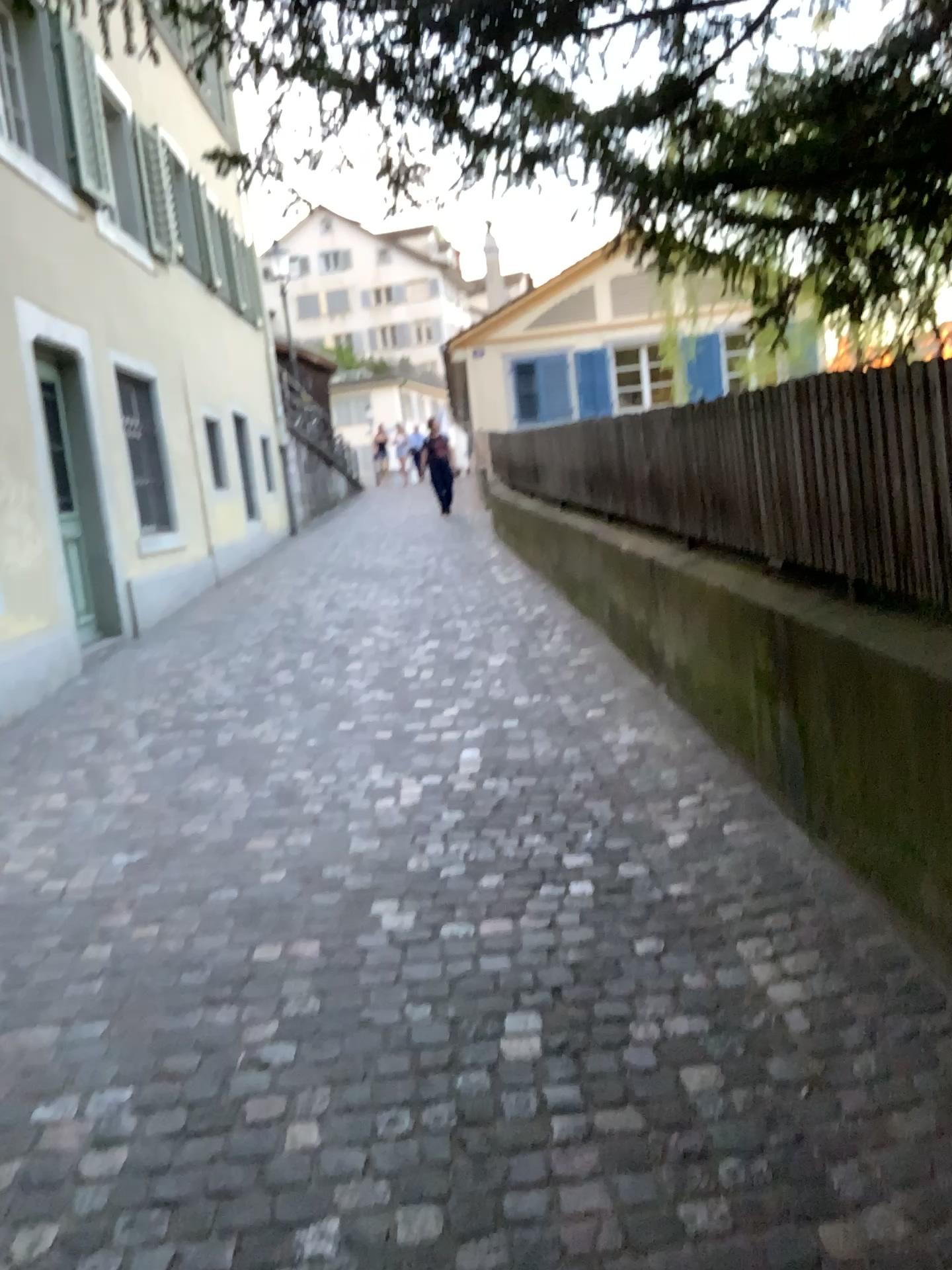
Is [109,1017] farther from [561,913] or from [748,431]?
[748,431]
